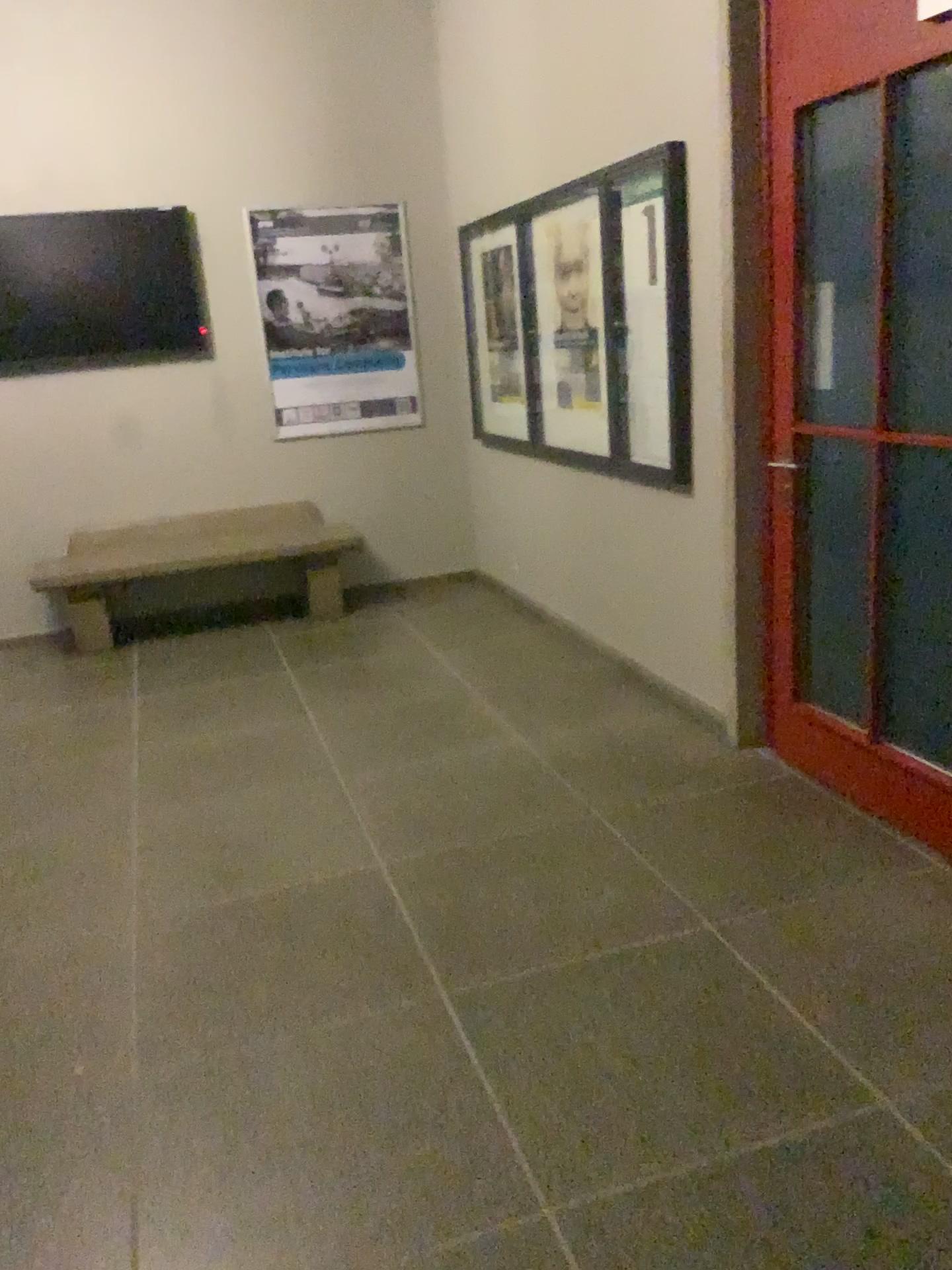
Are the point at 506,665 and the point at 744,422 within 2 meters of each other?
yes

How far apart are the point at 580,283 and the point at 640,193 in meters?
0.7

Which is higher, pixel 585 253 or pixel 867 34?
pixel 867 34

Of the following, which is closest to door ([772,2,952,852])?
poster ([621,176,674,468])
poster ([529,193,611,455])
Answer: poster ([621,176,674,468])

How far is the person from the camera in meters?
4.4 m

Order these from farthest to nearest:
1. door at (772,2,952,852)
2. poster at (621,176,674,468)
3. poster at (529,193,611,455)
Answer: poster at (529,193,611,455) < poster at (621,176,674,468) < door at (772,2,952,852)

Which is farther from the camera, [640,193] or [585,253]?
[585,253]

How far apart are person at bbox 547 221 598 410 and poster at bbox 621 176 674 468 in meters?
0.3

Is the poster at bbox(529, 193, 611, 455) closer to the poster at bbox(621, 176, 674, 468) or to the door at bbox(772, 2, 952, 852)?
the poster at bbox(621, 176, 674, 468)

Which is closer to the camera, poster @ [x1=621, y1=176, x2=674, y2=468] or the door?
the door
